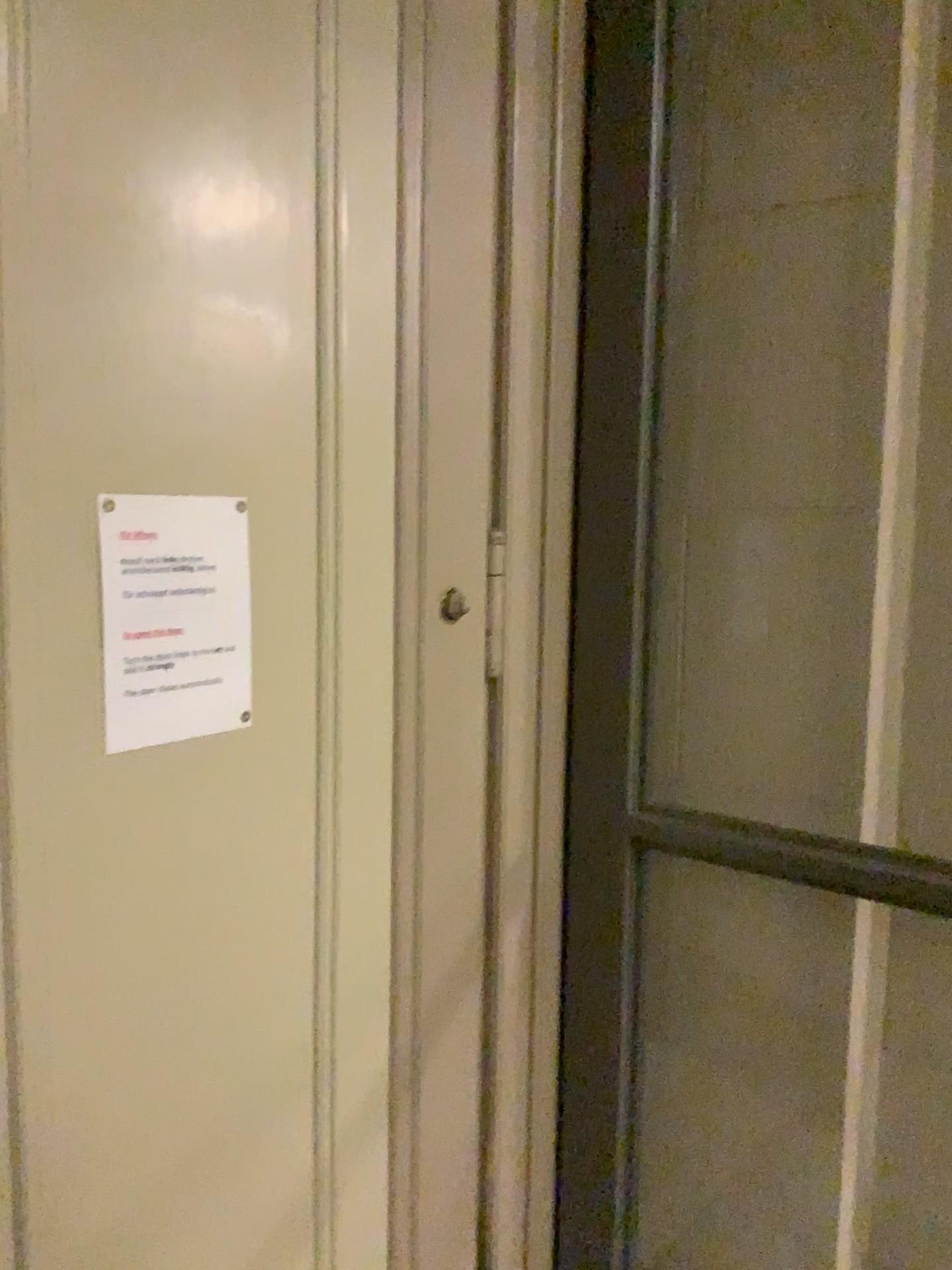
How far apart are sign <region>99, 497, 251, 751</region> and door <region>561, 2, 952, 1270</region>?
0.71m

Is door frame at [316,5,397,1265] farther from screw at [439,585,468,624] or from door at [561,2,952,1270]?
door at [561,2,952,1270]

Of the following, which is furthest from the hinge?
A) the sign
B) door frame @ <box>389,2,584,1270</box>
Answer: the sign

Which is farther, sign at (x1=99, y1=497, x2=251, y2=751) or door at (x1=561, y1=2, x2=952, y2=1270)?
door at (x1=561, y1=2, x2=952, y2=1270)

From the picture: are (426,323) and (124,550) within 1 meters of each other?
yes

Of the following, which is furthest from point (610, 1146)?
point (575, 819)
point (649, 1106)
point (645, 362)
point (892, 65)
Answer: point (892, 65)

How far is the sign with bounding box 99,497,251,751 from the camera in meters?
1.2 m

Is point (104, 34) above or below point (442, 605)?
above

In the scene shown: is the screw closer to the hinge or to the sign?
the hinge

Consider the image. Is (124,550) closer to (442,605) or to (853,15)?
(442,605)
